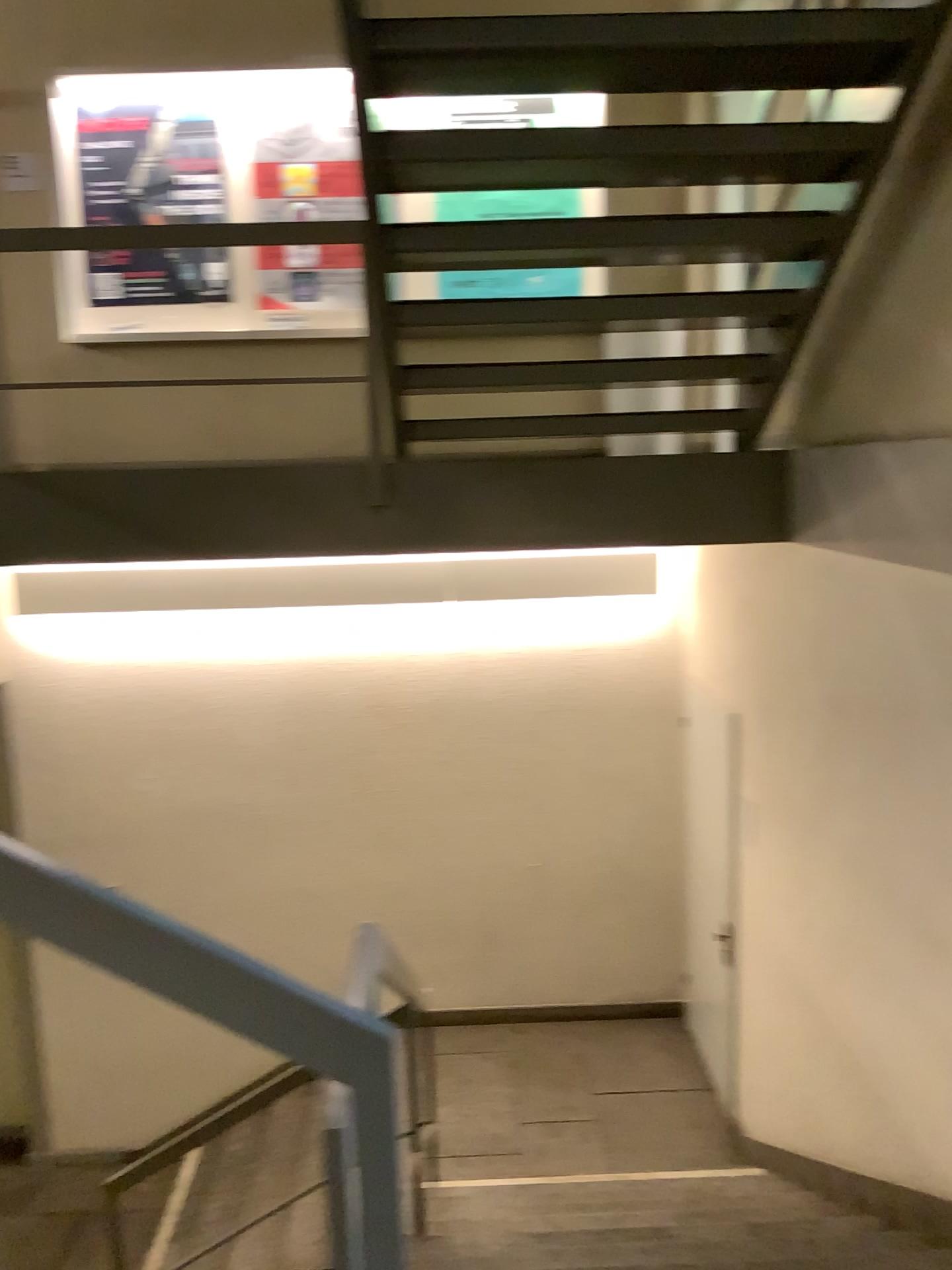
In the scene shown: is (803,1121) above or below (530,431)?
below
